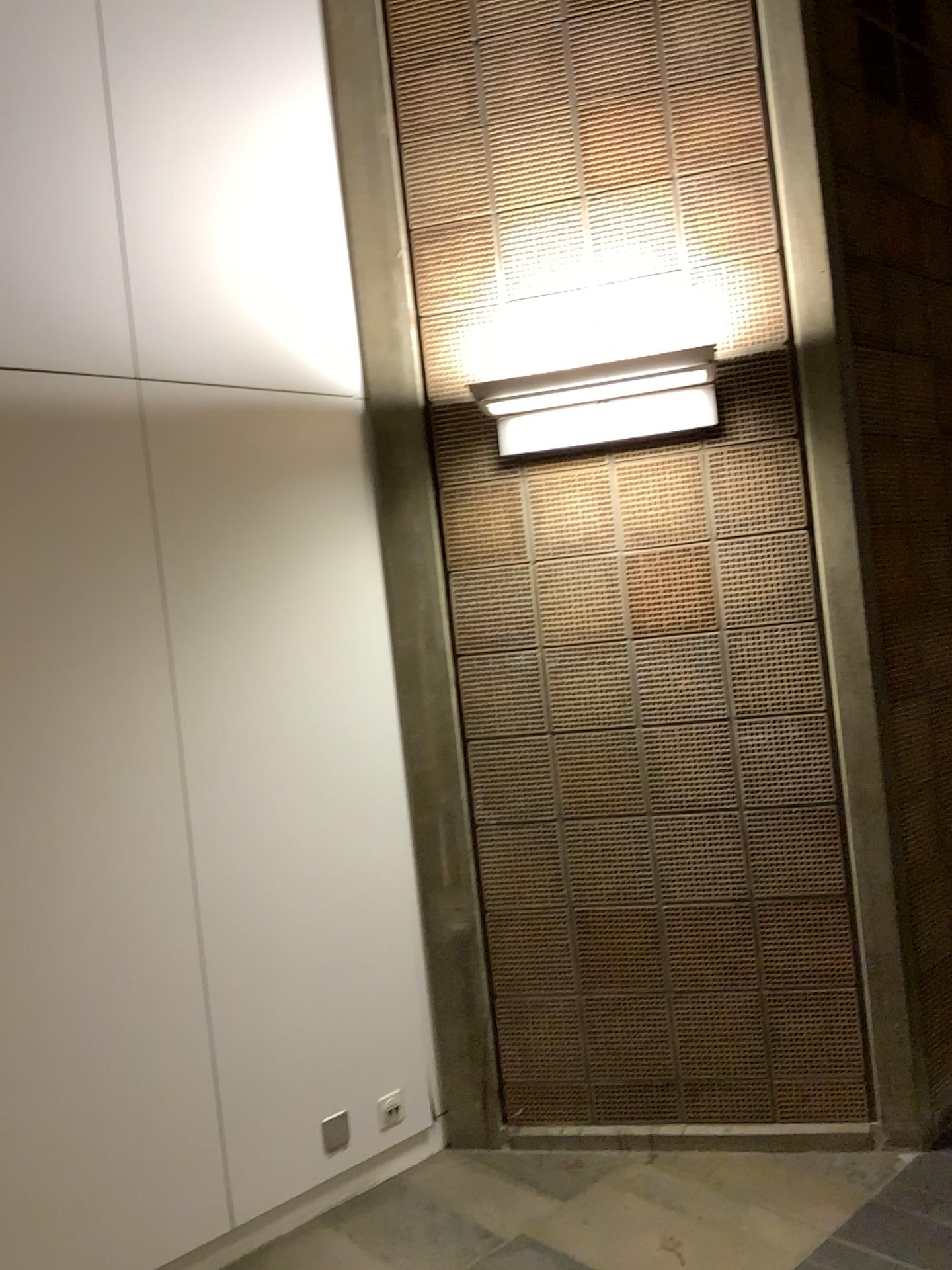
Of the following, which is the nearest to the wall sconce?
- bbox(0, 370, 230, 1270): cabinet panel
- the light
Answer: the light

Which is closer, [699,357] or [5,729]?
[5,729]

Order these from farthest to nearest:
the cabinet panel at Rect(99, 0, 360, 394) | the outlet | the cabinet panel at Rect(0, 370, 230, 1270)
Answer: the outlet → the cabinet panel at Rect(99, 0, 360, 394) → the cabinet panel at Rect(0, 370, 230, 1270)

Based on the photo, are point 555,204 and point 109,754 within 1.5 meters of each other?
no

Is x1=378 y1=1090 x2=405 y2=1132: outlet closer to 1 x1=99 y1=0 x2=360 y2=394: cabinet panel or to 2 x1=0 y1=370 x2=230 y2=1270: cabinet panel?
2 x1=0 y1=370 x2=230 y2=1270: cabinet panel

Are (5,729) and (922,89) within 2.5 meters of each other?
no

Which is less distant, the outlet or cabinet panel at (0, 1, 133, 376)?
cabinet panel at (0, 1, 133, 376)

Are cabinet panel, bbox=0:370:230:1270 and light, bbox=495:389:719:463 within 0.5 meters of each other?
no

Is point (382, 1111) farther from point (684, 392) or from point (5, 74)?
point (5, 74)

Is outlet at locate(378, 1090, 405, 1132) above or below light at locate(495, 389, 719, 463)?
below
